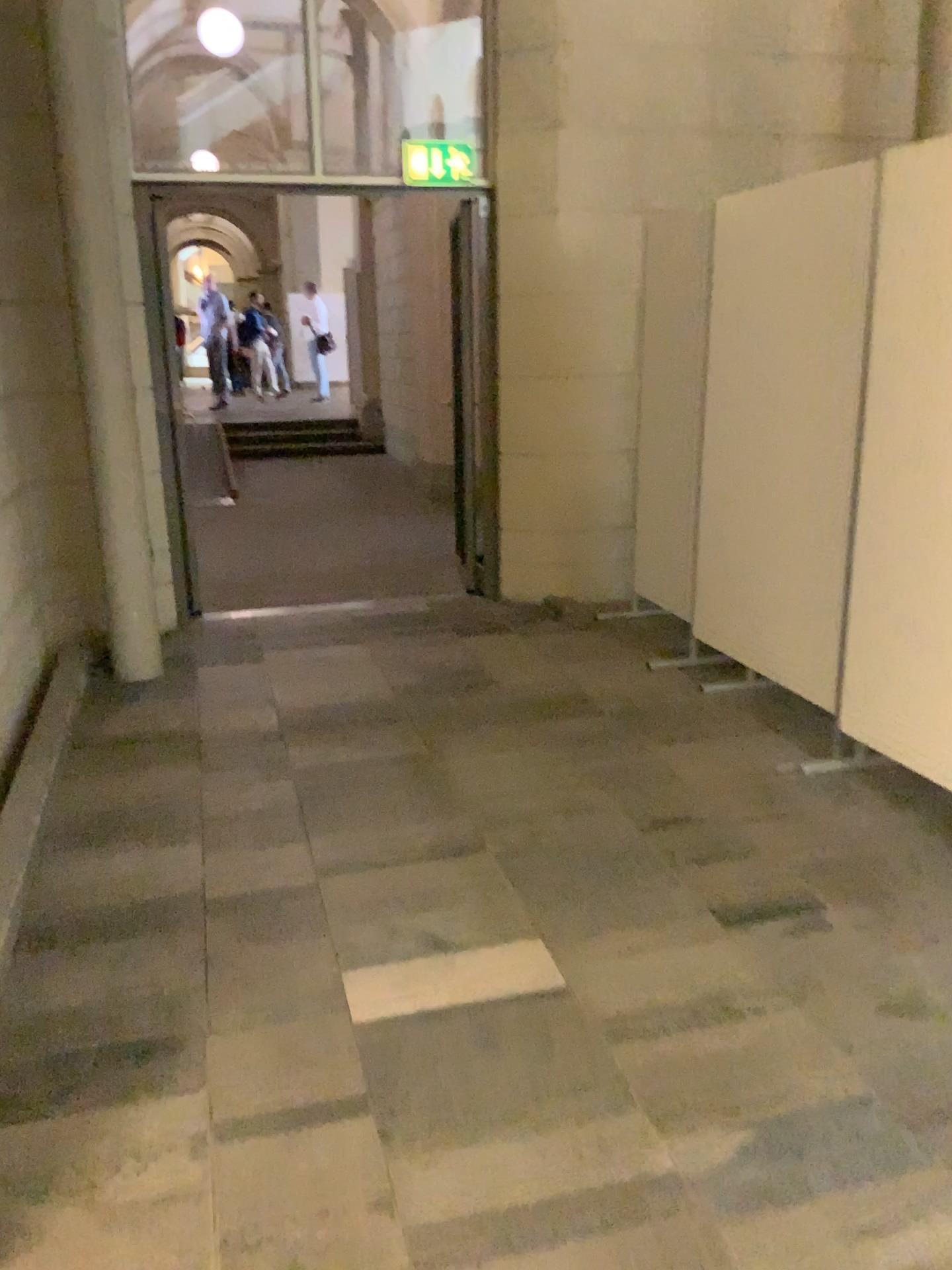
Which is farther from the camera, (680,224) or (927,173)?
(680,224)

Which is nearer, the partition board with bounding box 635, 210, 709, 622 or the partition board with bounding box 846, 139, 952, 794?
the partition board with bounding box 846, 139, 952, 794

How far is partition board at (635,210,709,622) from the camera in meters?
4.7

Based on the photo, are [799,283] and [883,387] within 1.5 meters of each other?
yes

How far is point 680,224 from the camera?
4.73m
